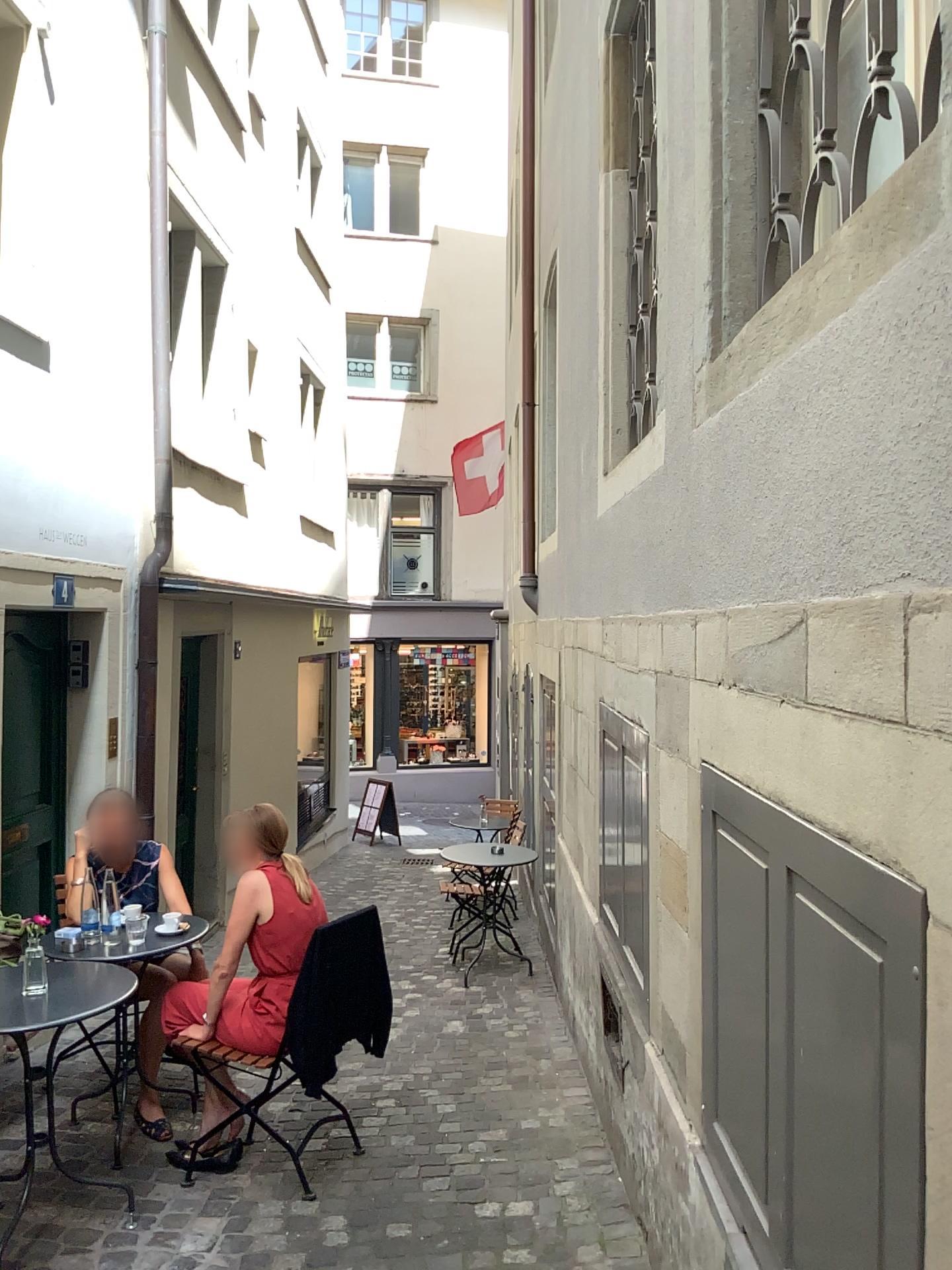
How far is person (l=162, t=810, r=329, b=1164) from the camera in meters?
3.6

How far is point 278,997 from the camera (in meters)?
3.56

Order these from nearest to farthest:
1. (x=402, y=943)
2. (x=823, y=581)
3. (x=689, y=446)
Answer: (x=823, y=581), (x=689, y=446), (x=402, y=943)
